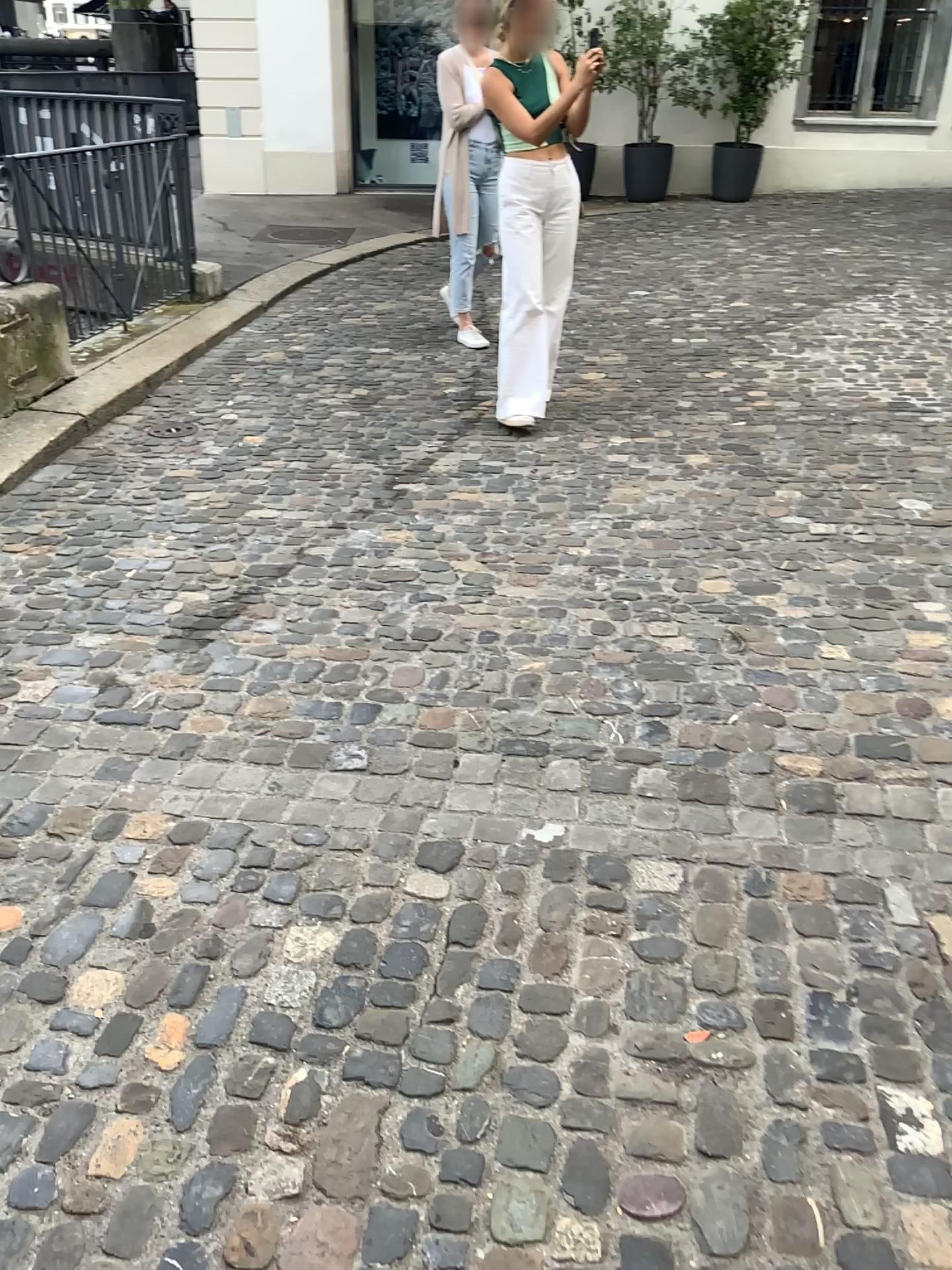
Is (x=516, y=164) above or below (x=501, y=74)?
below

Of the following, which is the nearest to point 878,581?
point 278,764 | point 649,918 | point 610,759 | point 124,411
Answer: point 610,759

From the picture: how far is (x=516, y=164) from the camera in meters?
4.6 m

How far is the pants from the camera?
4.59m
